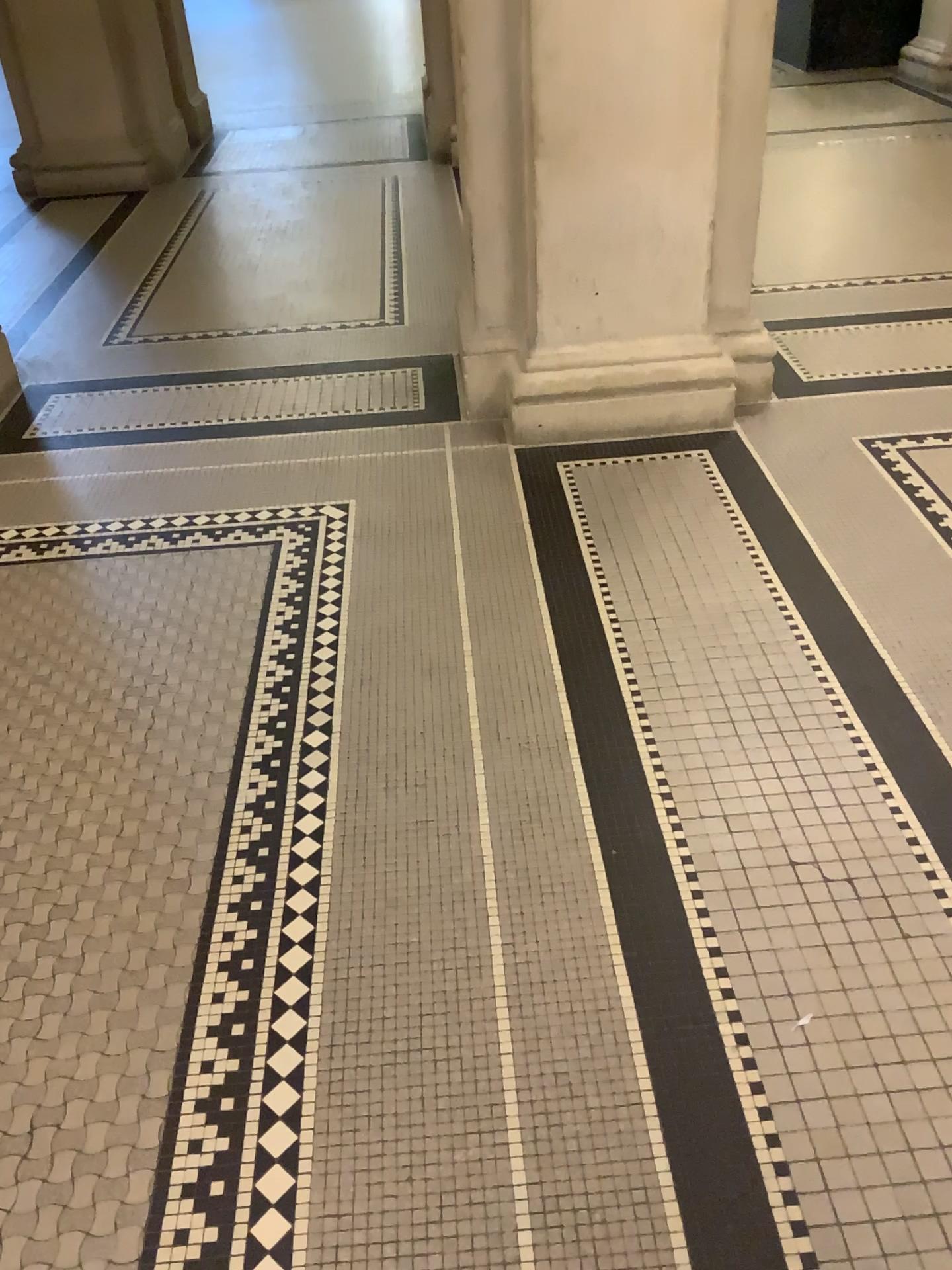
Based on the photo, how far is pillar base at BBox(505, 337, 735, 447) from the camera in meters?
3.3

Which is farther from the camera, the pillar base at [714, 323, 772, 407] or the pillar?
the pillar base at [714, 323, 772, 407]

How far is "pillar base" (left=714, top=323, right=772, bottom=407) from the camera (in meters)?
3.47

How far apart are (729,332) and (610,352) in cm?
46

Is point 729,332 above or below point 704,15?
below

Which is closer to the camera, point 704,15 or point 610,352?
point 704,15

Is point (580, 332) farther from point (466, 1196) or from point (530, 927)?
point (466, 1196)

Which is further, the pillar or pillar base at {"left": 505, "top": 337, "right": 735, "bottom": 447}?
pillar base at {"left": 505, "top": 337, "right": 735, "bottom": 447}
